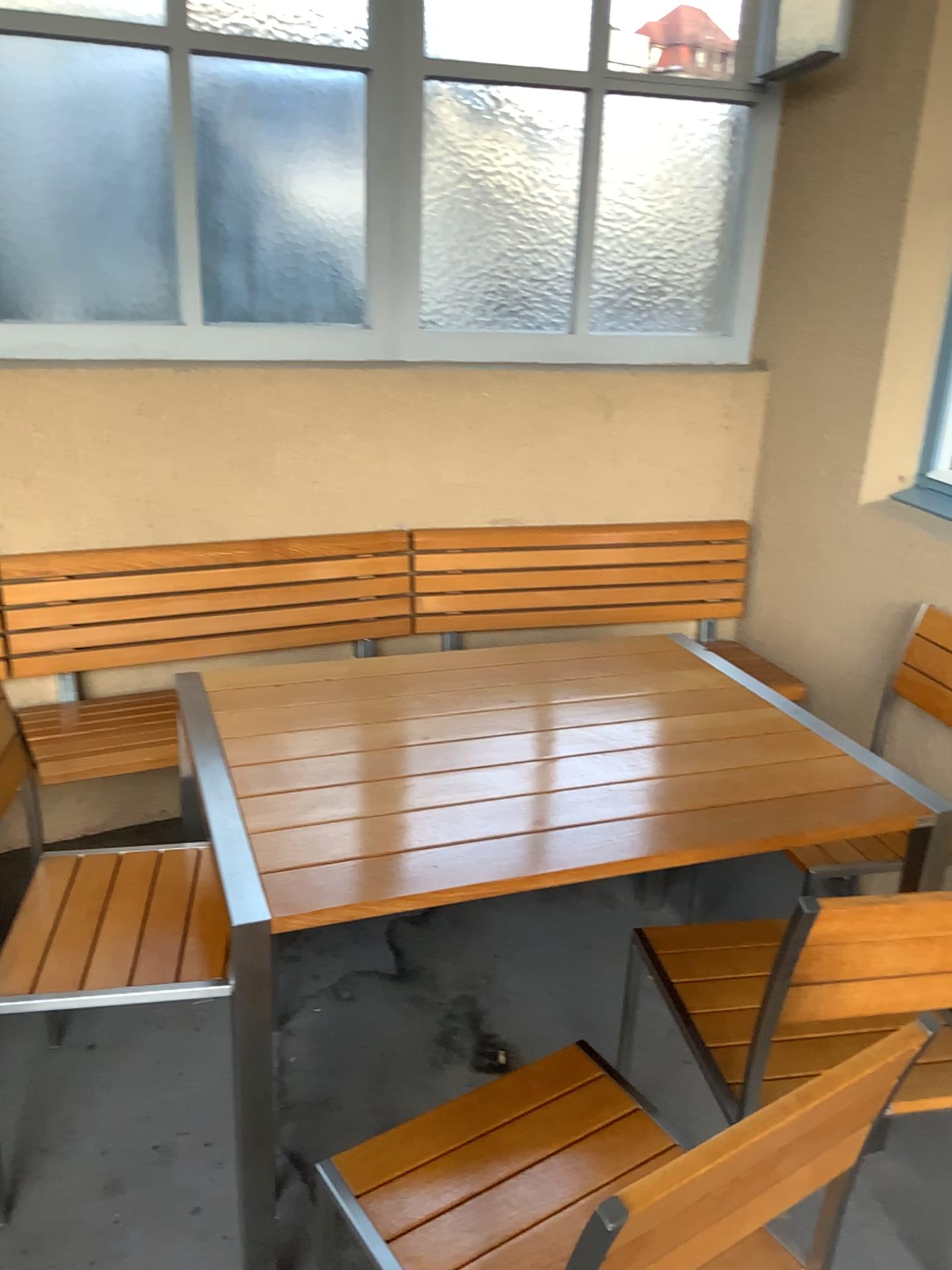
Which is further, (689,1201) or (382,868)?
(382,868)

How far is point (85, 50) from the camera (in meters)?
2.52

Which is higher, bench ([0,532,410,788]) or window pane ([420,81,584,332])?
window pane ([420,81,584,332])

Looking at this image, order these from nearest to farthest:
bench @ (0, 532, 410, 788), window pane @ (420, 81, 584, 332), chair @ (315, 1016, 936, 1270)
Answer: chair @ (315, 1016, 936, 1270)
bench @ (0, 532, 410, 788)
window pane @ (420, 81, 584, 332)

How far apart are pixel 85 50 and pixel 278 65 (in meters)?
0.47

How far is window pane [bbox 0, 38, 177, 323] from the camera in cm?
252

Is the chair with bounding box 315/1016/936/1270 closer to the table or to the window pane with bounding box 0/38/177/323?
the table

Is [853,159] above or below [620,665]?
above

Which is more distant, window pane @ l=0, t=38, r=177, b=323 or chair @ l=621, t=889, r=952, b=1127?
window pane @ l=0, t=38, r=177, b=323

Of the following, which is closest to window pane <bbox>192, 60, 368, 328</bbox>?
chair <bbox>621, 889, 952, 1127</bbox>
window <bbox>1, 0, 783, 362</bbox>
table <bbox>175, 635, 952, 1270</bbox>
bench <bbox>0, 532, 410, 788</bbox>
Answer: window <bbox>1, 0, 783, 362</bbox>
